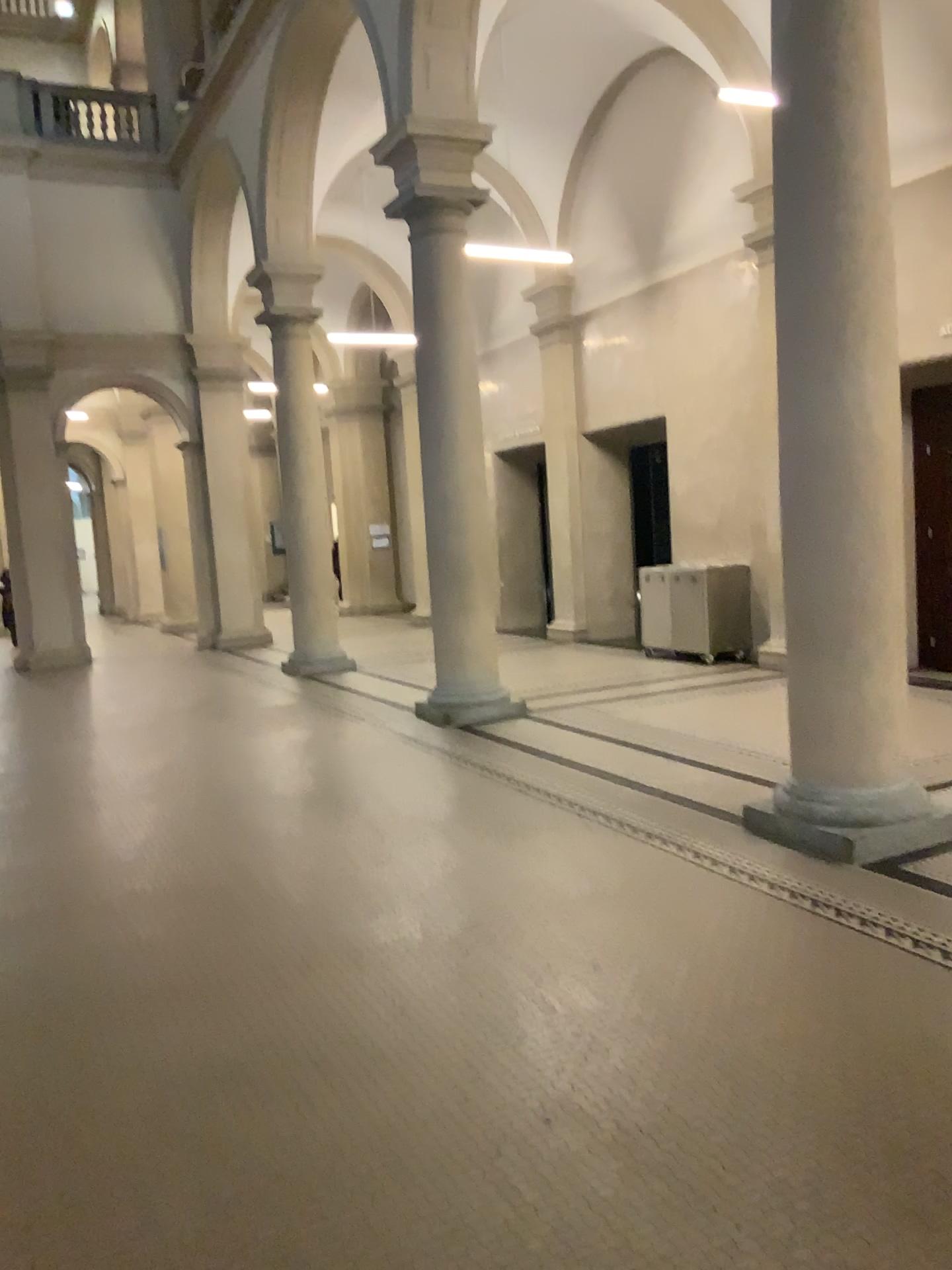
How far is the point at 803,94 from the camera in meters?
4.6 m

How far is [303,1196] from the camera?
2.5 meters

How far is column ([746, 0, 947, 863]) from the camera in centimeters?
463cm
